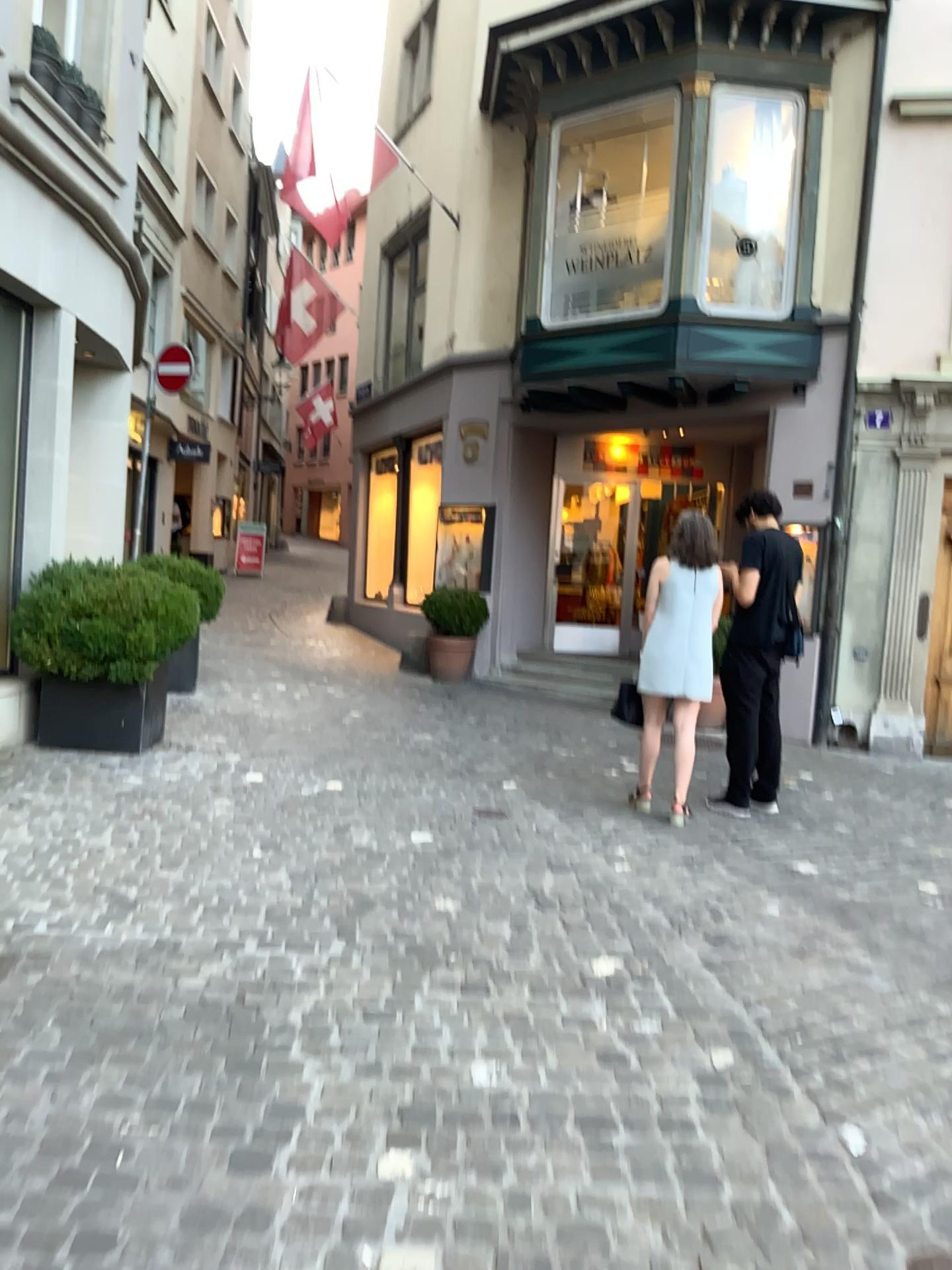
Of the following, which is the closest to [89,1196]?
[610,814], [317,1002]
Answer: [317,1002]
